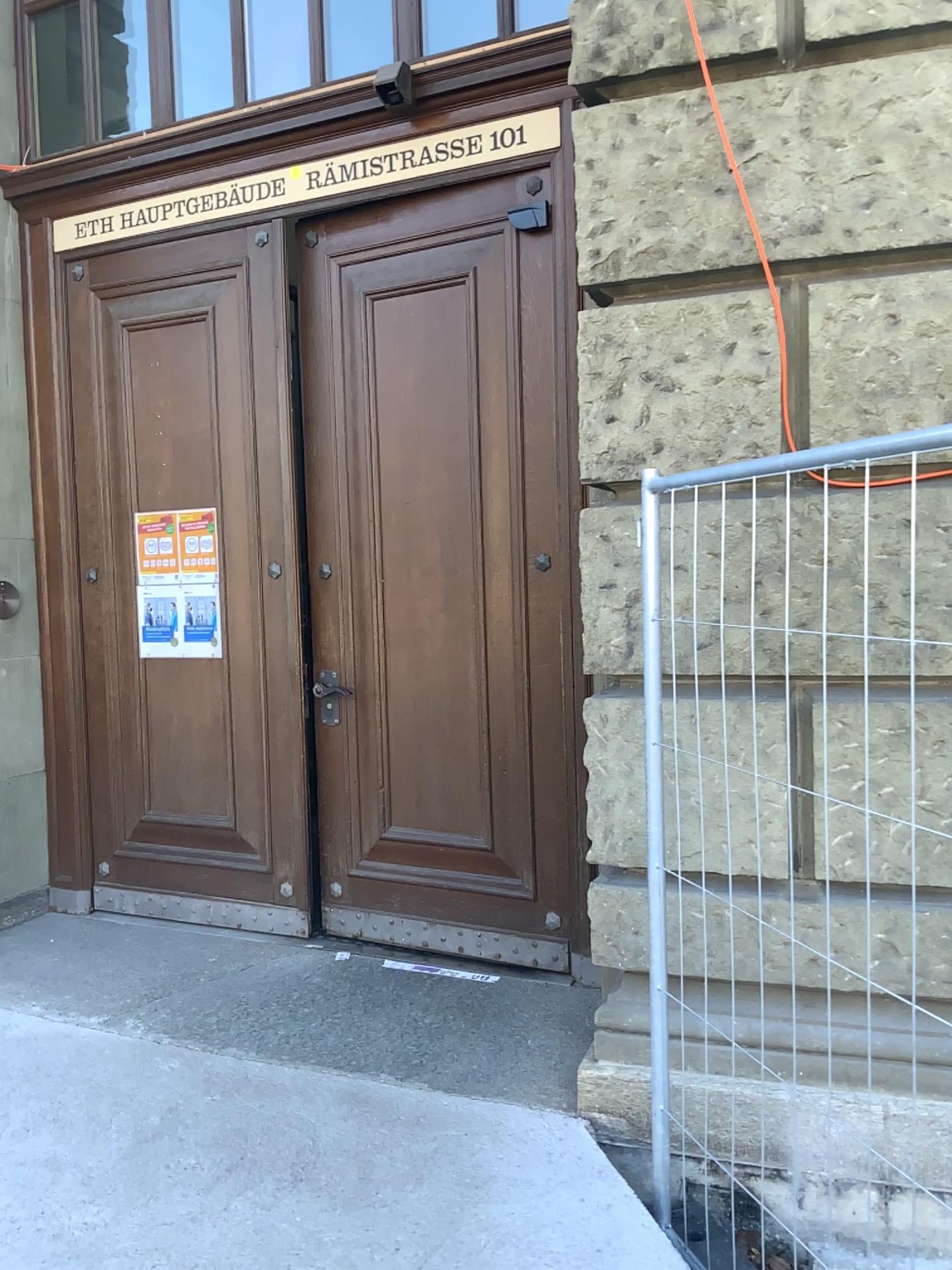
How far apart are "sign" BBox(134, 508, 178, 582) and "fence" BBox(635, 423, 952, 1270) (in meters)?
2.39

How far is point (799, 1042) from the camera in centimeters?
264cm

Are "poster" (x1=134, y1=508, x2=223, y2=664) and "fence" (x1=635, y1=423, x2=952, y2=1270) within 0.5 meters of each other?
no

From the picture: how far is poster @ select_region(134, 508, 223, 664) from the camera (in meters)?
4.28

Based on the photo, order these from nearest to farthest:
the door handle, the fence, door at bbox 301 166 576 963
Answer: the fence, door at bbox 301 166 576 963, the door handle

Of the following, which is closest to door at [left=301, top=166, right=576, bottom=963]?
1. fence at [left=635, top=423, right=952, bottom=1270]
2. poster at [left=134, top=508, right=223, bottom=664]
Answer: poster at [left=134, top=508, right=223, bottom=664]

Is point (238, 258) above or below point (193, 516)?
above

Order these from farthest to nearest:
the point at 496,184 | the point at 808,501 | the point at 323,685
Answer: the point at 323,685 → the point at 496,184 → the point at 808,501

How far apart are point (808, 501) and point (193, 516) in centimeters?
268cm

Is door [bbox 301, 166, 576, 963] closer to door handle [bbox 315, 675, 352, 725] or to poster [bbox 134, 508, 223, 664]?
door handle [bbox 315, 675, 352, 725]
